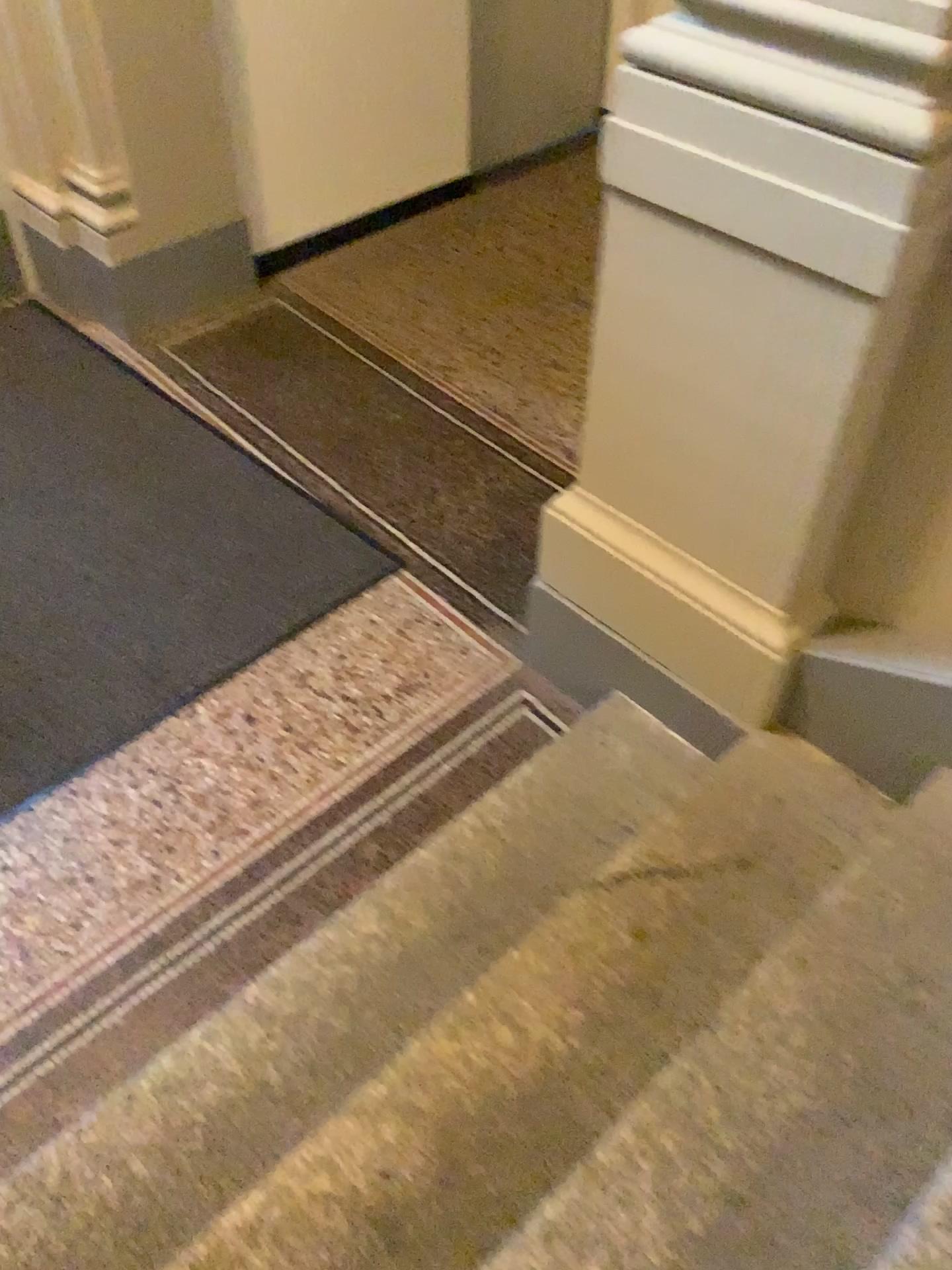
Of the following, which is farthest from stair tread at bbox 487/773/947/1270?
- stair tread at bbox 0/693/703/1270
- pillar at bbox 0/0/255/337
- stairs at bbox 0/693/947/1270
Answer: pillar at bbox 0/0/255/337

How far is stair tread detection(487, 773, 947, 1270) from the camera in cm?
131

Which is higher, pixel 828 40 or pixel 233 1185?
pixel 828 40

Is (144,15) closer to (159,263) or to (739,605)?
(159,263)

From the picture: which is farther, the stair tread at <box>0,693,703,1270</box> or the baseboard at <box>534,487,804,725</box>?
the baseboard at <box>534,487,804,725</box>

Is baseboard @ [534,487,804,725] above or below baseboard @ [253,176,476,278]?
above

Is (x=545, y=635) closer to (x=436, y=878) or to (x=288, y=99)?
(x=436, y=878)

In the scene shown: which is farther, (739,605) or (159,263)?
(159,263)

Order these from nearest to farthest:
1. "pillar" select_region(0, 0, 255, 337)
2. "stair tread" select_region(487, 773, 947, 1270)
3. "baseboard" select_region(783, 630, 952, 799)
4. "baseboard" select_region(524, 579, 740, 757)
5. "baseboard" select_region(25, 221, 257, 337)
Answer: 1. "stair tread" select_region(487, 773, 947, 1270)
2. "baseboard" select_region(783, 630, 952, 799)
3. "baseboard" select_region(524, 579, 740, 757)
4. "pillar" select_region(0, 0, 255, 337)
5. "baseboard" select_region(25, 221, 257, 337)

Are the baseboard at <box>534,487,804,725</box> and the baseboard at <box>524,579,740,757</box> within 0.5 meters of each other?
yes
